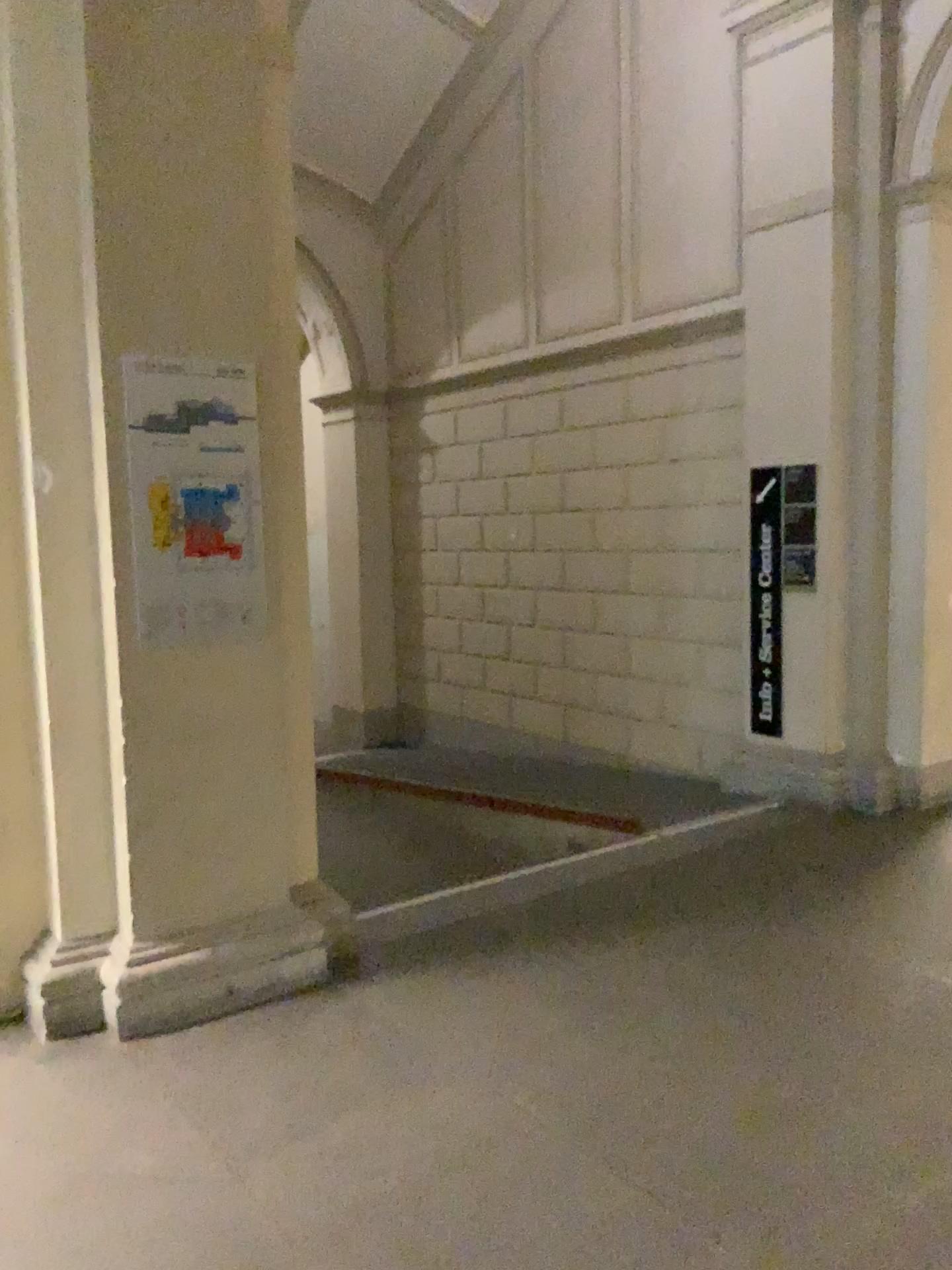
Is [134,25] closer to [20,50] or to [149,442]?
[20,50]

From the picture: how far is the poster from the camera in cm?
328

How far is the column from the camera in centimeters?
313cm

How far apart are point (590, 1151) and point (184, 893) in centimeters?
154cm

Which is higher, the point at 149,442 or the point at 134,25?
the point at 134,25

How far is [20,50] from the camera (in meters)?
3.13
